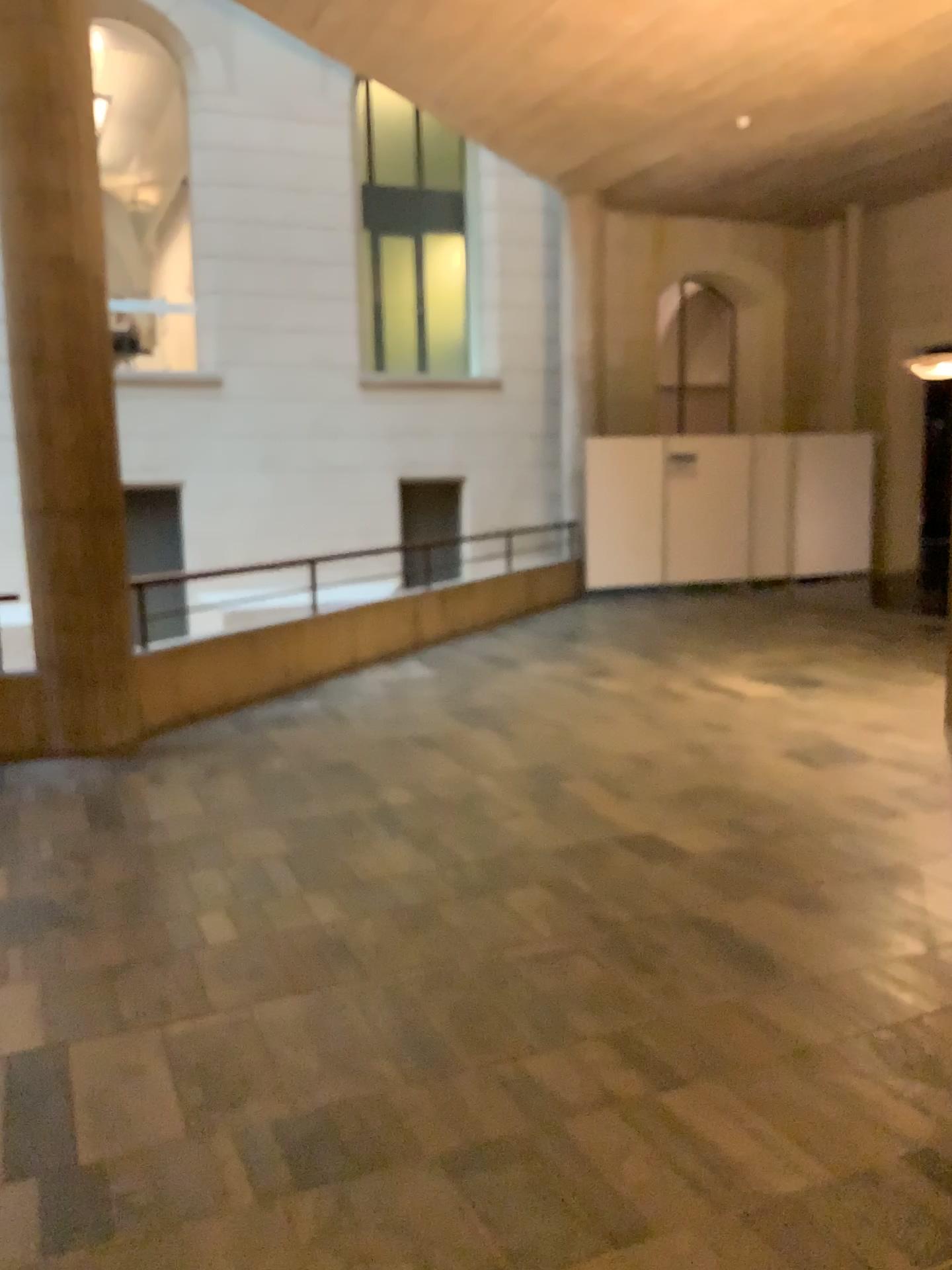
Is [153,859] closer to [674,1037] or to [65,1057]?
[65,1057]
